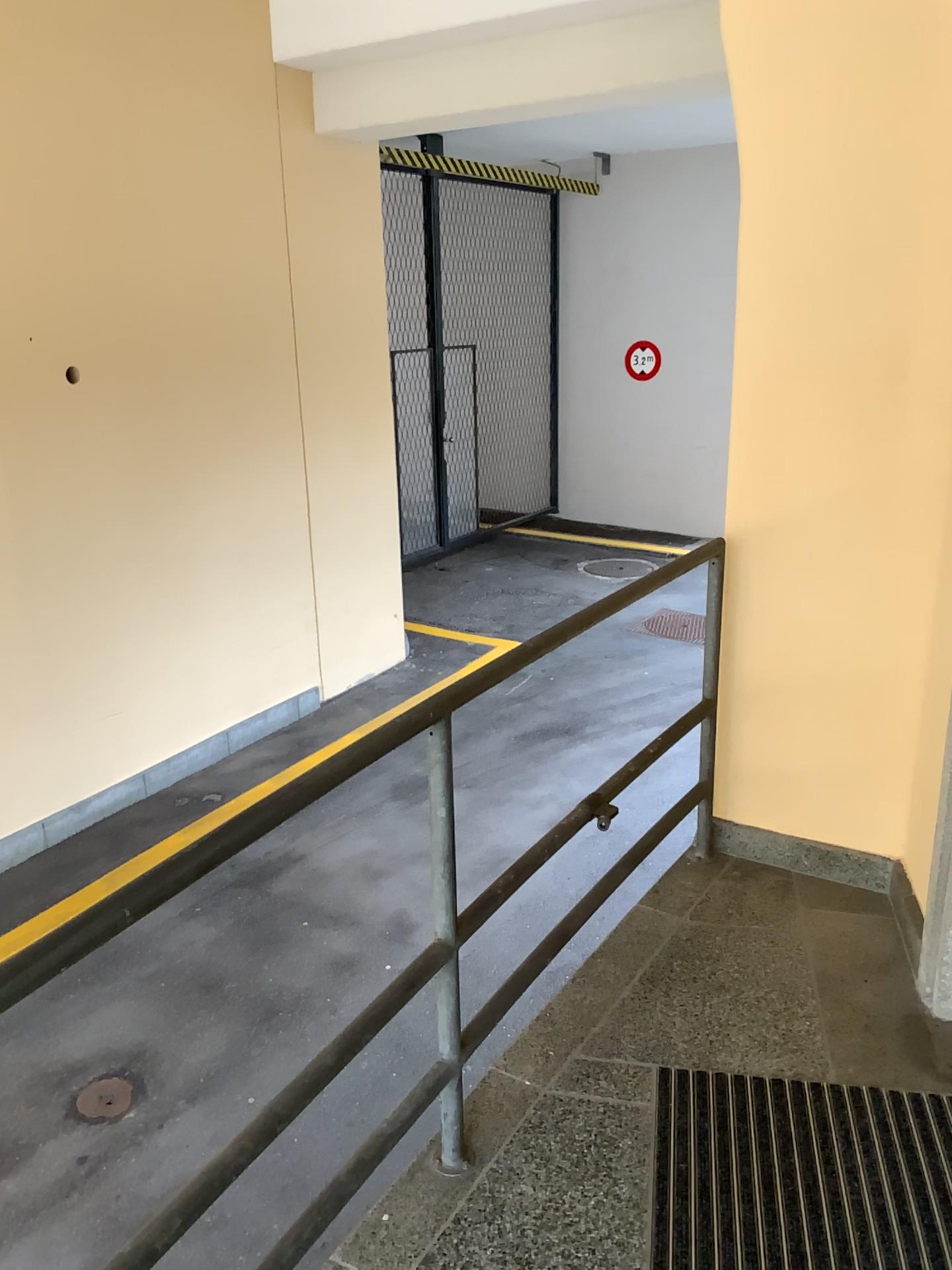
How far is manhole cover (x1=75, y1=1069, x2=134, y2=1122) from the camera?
3.3m

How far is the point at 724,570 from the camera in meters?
2.8

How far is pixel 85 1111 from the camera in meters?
3.3
